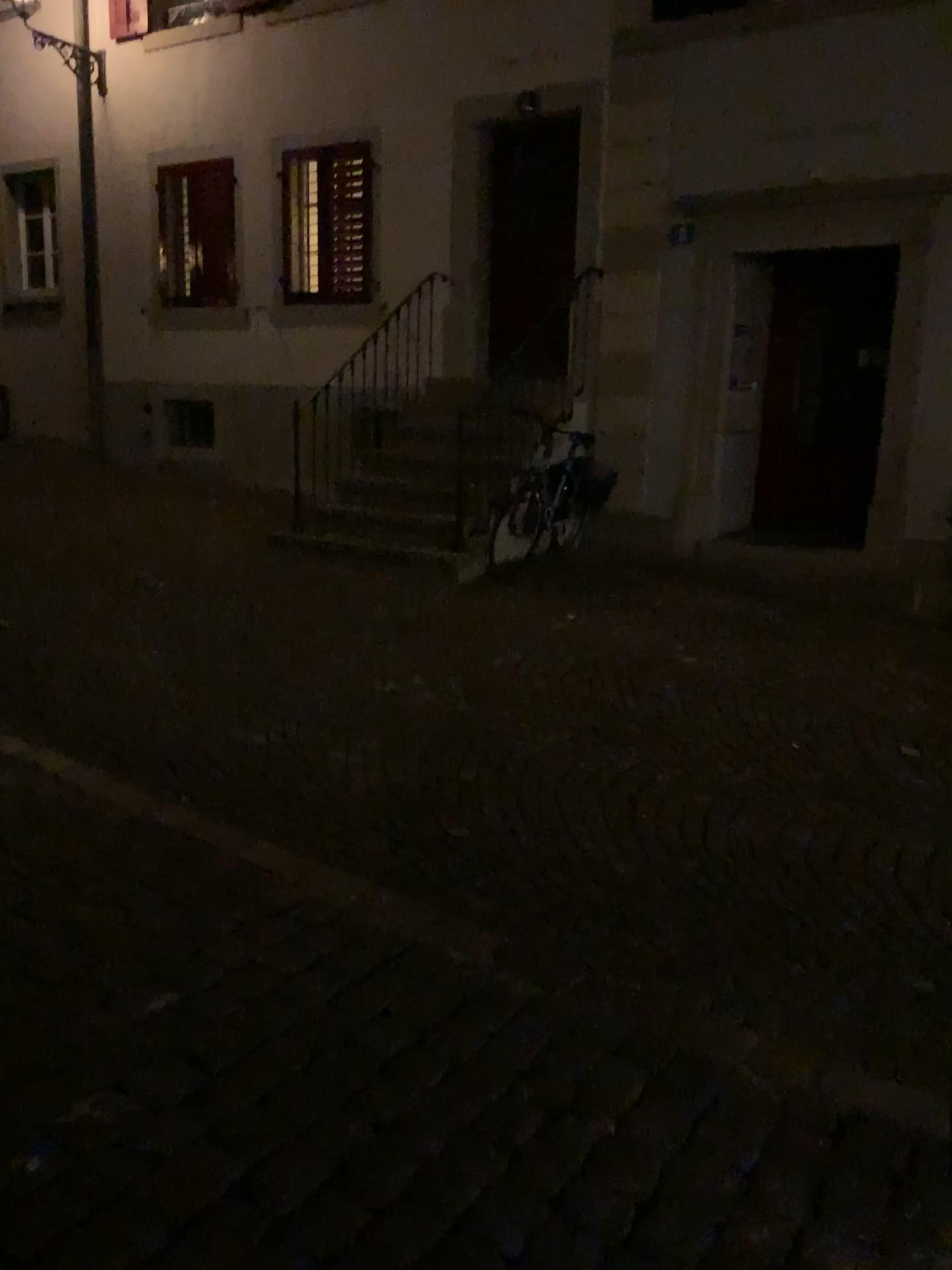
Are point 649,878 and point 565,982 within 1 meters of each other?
yes
